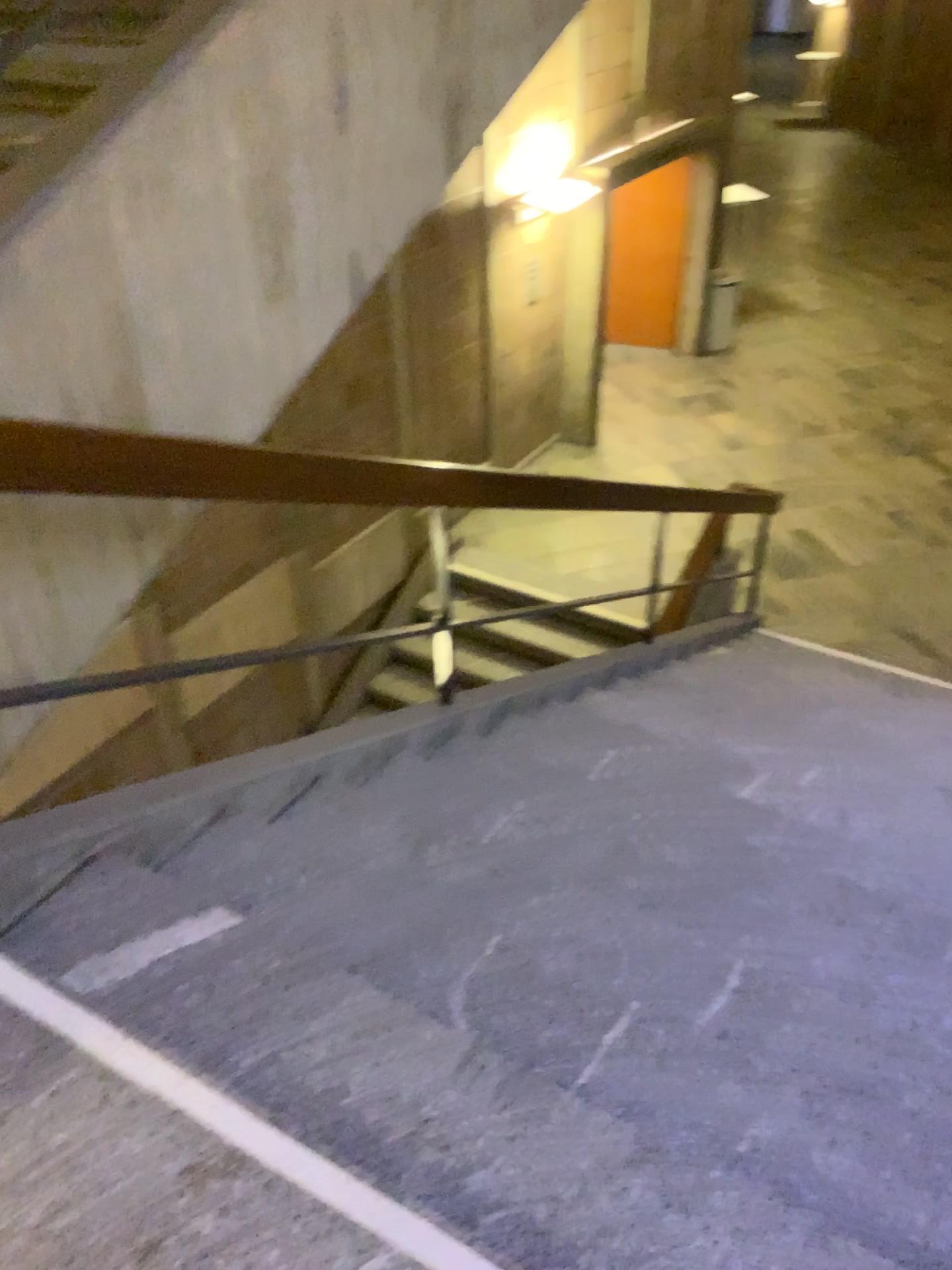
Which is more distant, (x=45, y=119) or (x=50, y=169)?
(x=45, y=119)

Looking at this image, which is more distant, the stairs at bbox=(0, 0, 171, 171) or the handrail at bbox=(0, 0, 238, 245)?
the stairs at bbox=(0, 0, 171, 171)

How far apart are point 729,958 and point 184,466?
1.5m
